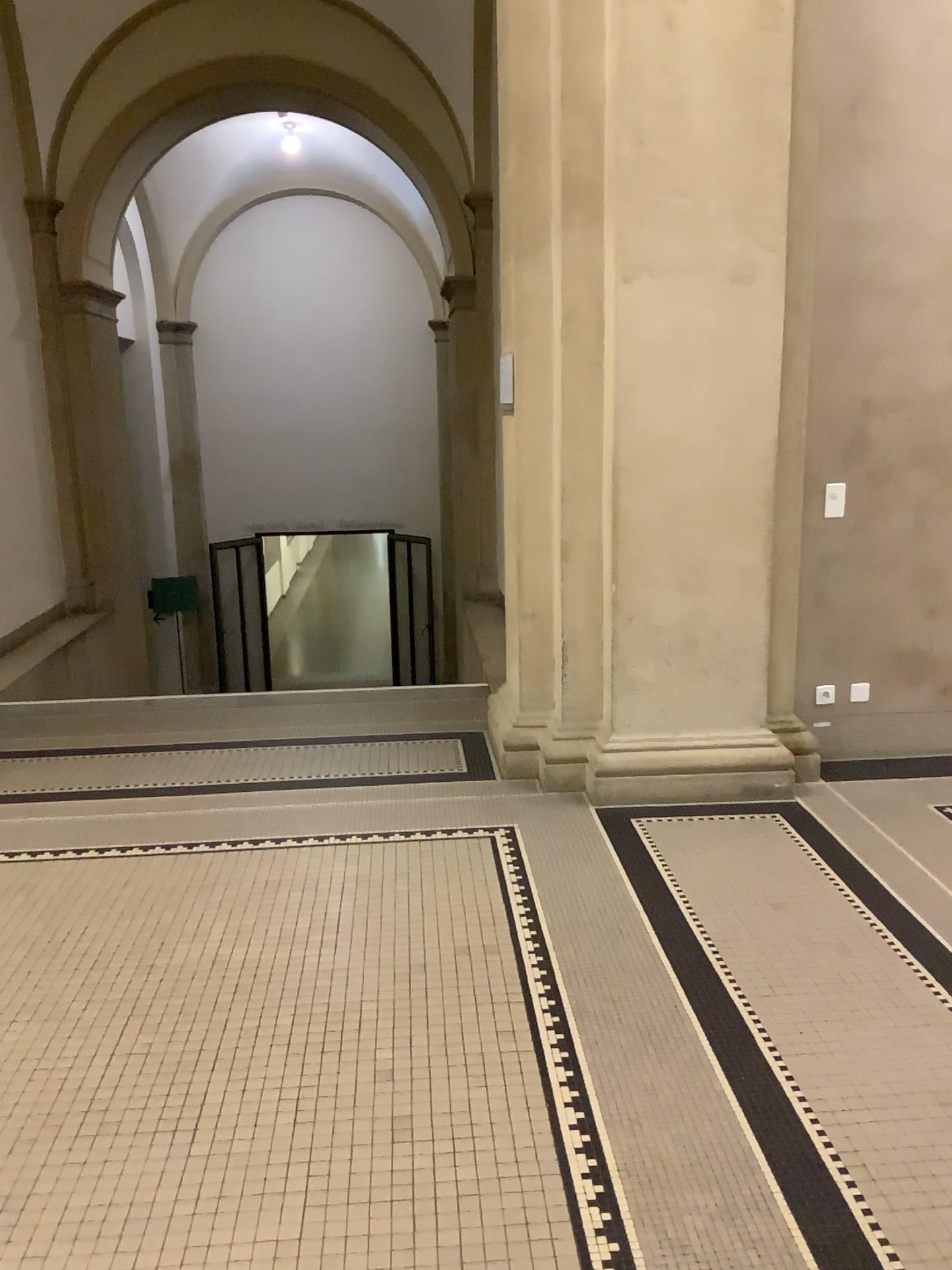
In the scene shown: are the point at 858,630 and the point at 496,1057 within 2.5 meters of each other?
no
